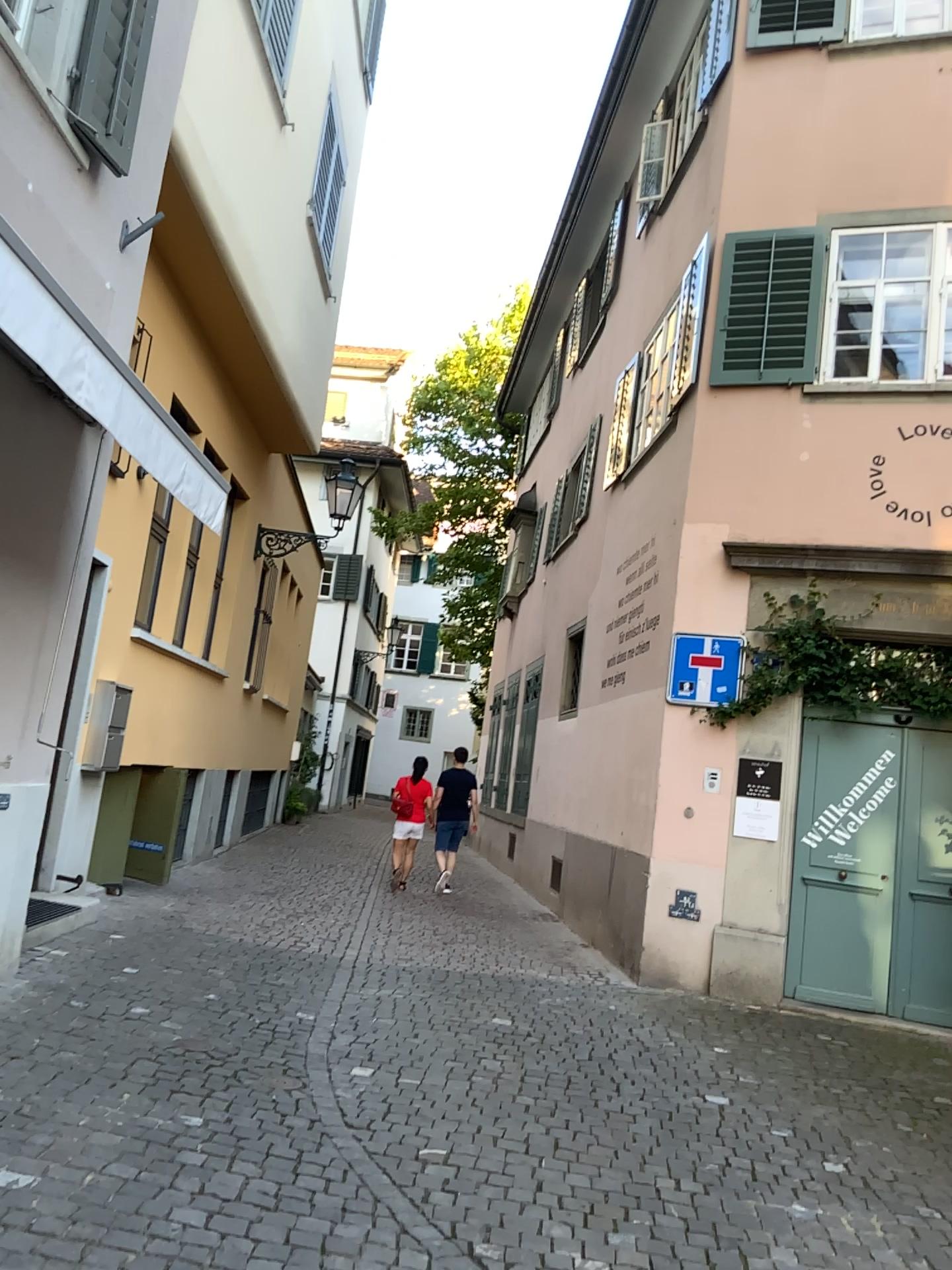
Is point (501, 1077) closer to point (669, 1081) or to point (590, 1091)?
point (590, 1091)
